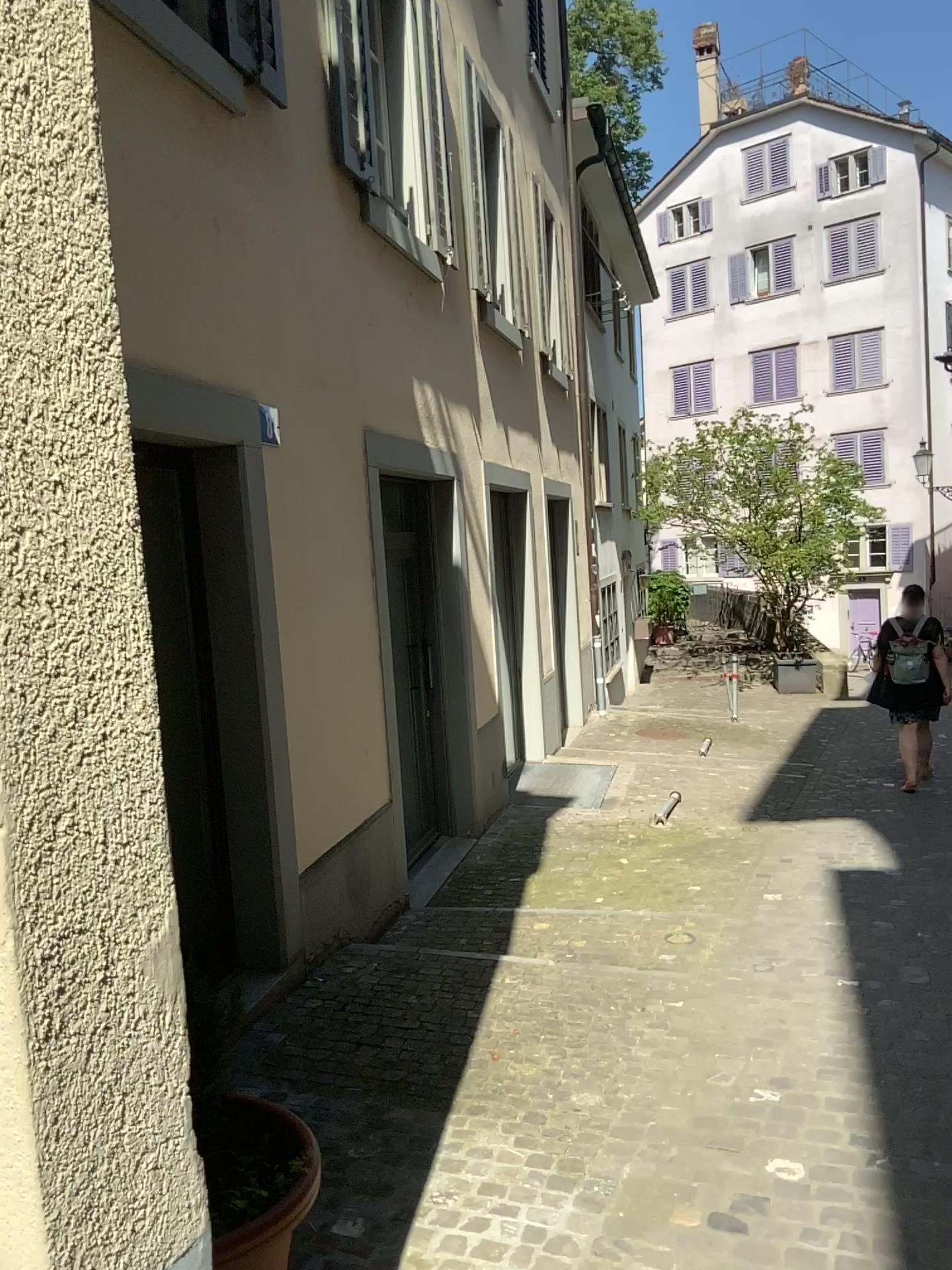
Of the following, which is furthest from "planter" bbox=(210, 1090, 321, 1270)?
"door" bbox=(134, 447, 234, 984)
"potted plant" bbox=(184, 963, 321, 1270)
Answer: "door" bbox=(134, 447, 234, 984)

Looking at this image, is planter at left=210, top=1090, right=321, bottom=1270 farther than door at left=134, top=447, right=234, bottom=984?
No

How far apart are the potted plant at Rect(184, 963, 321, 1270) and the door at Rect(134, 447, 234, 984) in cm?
173

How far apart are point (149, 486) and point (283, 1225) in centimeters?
278cm

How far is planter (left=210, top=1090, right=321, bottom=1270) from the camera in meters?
1.8 m

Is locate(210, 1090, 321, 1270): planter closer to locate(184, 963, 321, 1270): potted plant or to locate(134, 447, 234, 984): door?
locate(184, 963, 321, 1270): potted plant

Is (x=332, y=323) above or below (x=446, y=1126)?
above

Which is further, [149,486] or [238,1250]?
[149,486]

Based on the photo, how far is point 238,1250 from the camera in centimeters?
182cm

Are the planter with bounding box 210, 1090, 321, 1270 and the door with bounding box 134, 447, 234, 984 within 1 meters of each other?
no
